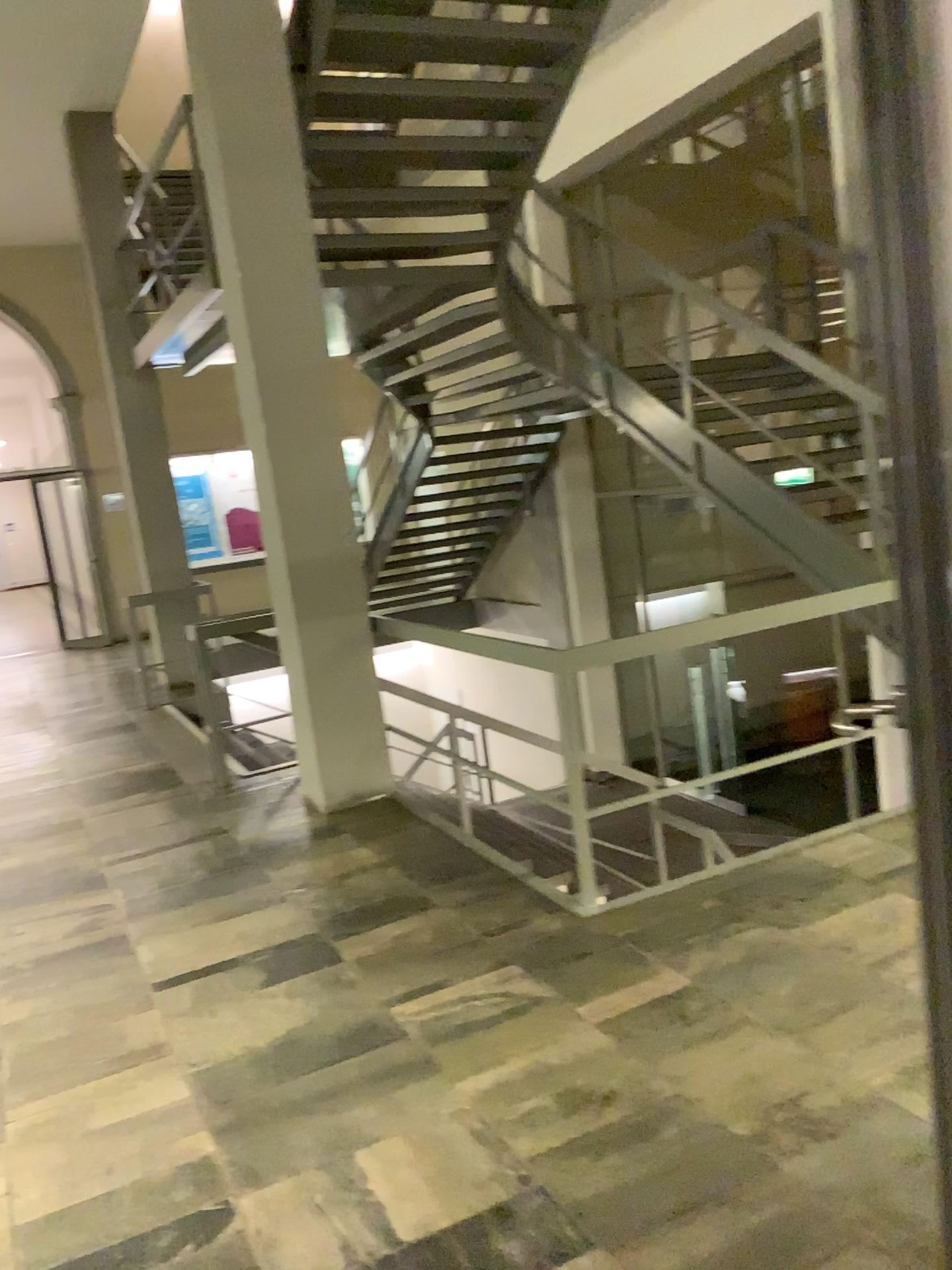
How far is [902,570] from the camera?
0.89m
